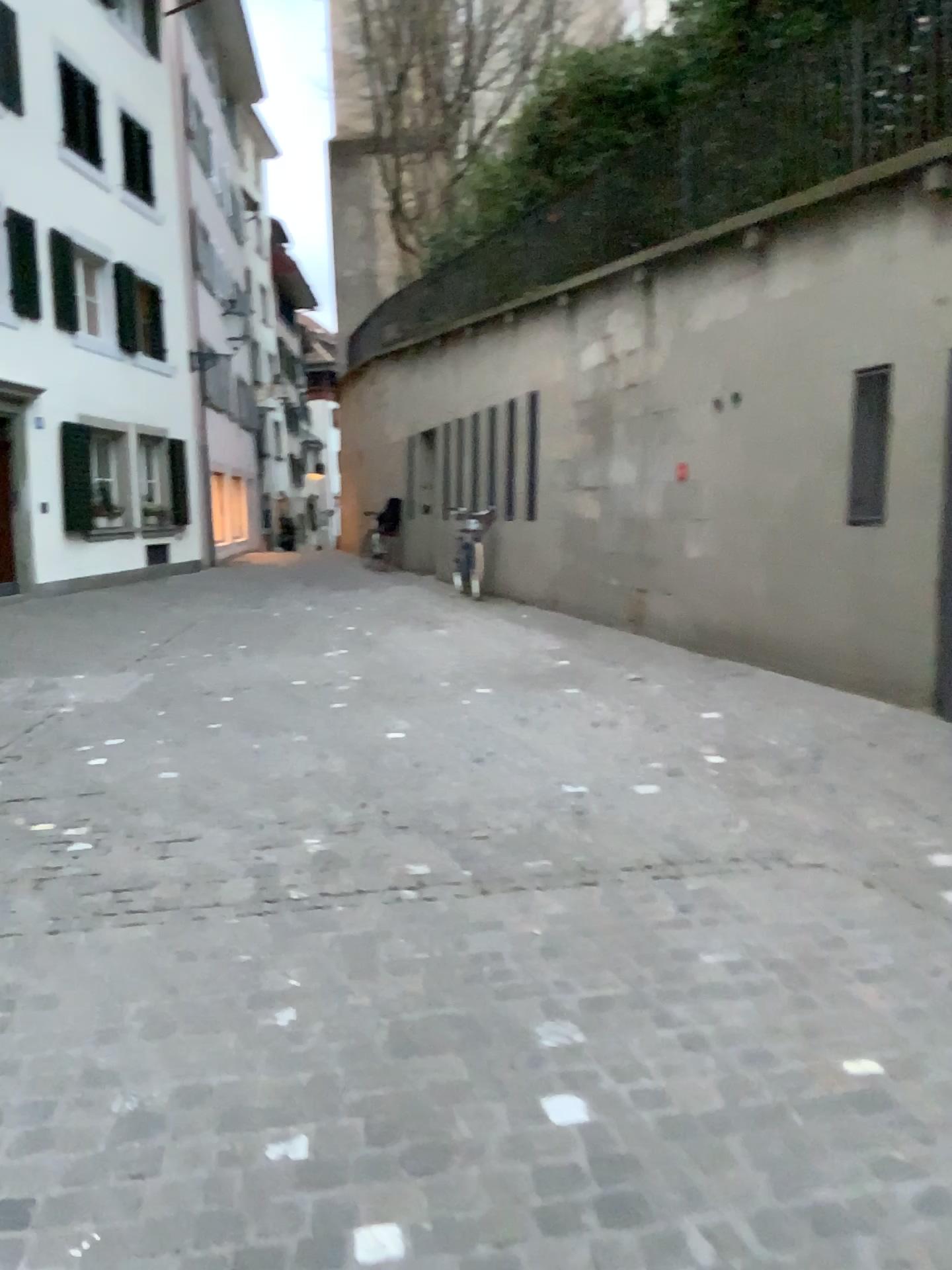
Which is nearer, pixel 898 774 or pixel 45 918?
pixel 45 918
